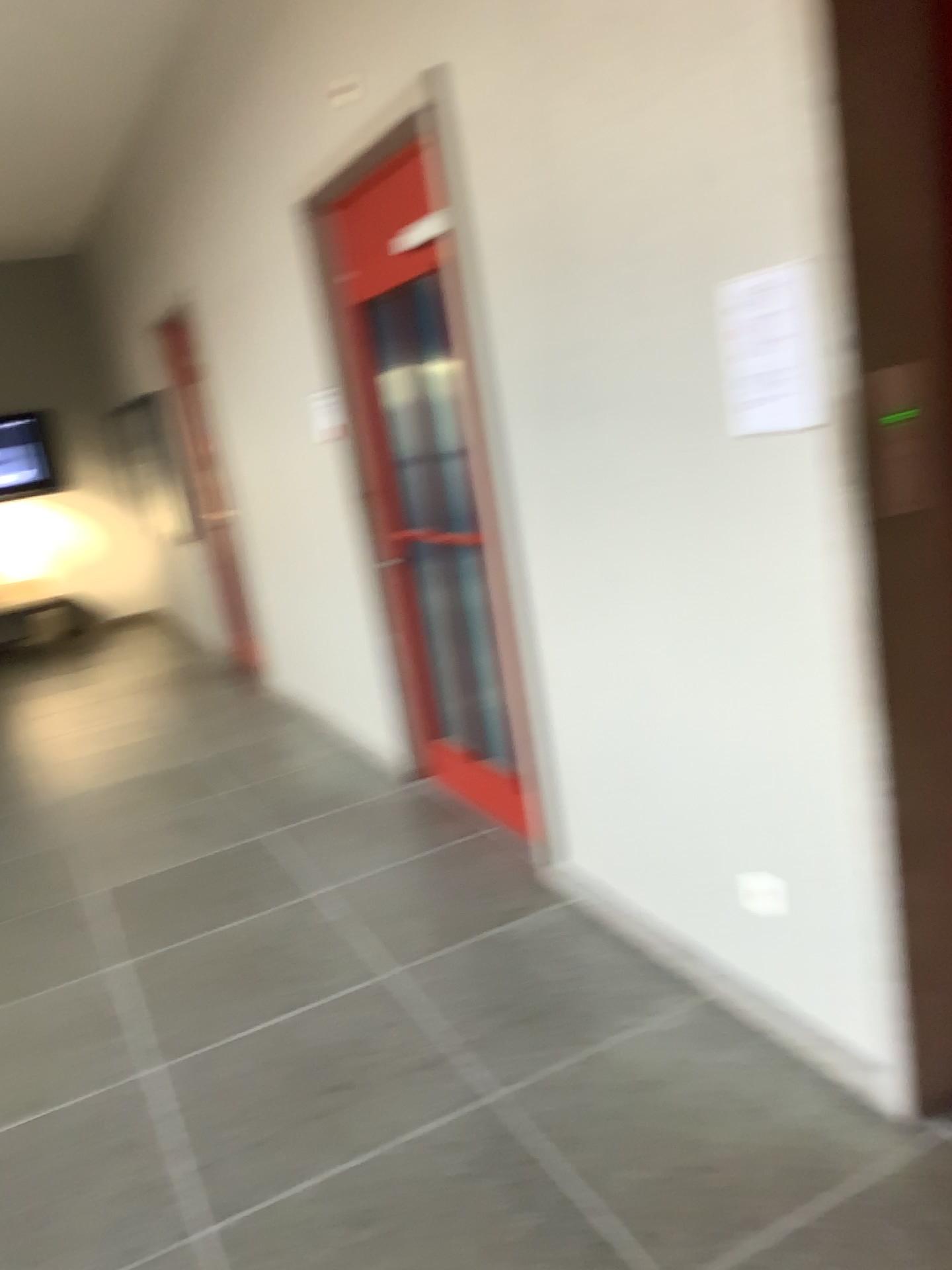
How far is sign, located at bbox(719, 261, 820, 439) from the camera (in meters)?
1.96

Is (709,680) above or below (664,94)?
below

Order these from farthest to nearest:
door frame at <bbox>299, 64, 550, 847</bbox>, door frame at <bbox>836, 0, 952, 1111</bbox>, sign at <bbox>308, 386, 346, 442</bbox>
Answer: sign at <bbox>308, 386, 346, 442</bbox>, door frame at <bbox>299, 64, 550, 847</bbox>, door frame at <bbox>836, 0, 952, 1111</bbox>

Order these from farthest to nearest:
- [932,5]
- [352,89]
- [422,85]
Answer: [352,89]
[422,85]
[932,5]

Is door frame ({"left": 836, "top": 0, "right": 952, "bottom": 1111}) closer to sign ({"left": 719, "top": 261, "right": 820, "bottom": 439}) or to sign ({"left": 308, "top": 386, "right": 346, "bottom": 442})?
sign ({"left": 719, "top": 261, "right": 820, "bottom": 439})

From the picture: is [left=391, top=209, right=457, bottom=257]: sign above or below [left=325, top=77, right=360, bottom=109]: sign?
below

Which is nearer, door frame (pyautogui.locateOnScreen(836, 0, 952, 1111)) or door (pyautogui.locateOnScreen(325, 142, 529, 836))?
door frame (pyautogui.locateOnScreen(836, 0, 952, 1111))

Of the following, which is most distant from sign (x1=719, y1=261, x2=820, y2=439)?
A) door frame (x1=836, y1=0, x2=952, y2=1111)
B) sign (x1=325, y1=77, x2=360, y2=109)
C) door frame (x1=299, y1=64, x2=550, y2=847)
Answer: sign (x1=325, y1=77, x2=360, y2=109)

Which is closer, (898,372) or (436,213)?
(898,372)

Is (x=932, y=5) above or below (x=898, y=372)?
above
